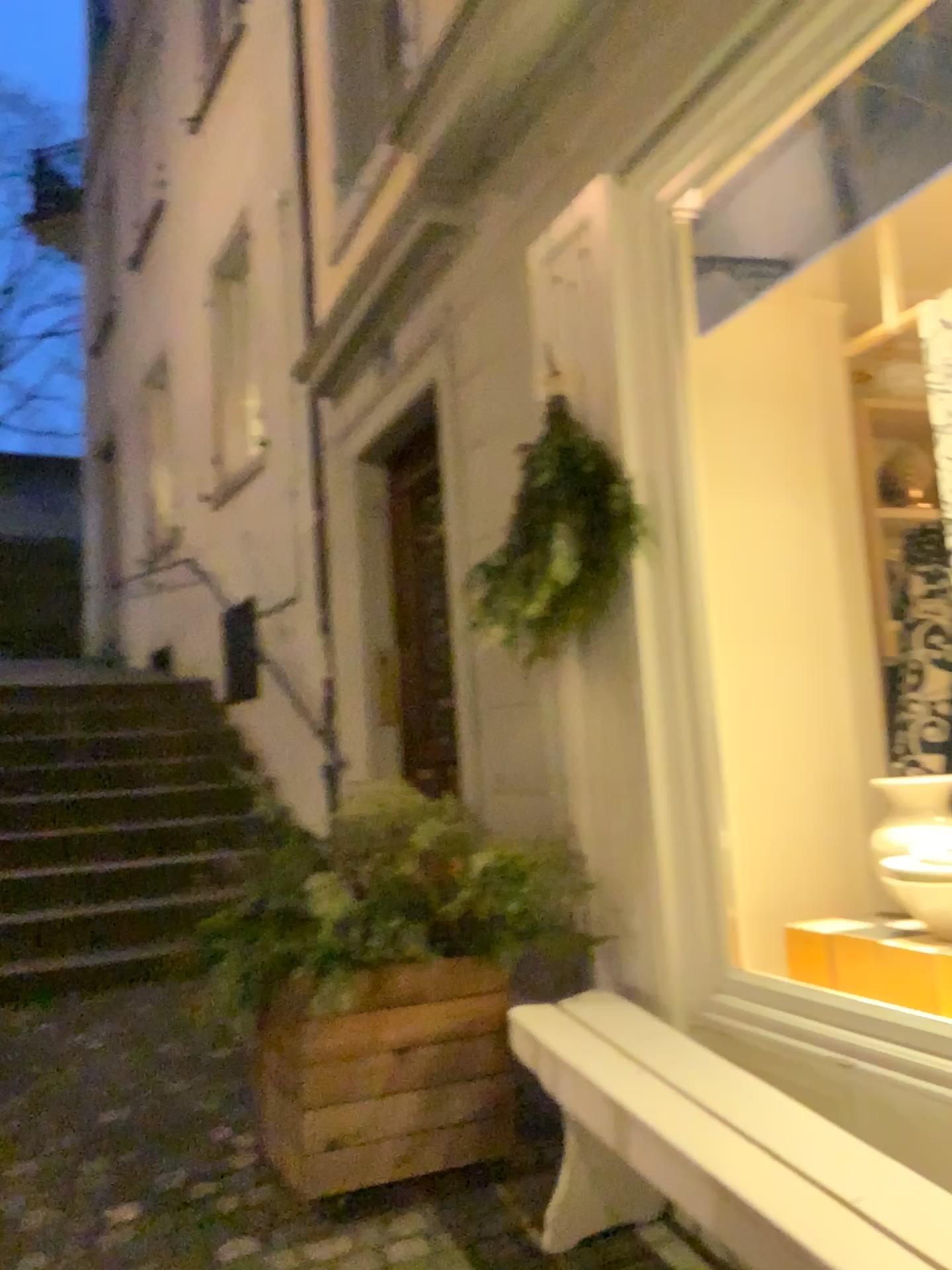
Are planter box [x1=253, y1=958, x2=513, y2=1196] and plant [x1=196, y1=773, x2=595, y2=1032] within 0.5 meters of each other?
yes

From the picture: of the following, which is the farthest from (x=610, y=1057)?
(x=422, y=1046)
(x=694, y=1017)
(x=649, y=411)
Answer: (x=649, y=411)

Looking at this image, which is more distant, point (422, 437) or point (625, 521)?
point (422, 437)

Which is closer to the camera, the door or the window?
the window

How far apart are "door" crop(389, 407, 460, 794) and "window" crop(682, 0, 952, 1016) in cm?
166

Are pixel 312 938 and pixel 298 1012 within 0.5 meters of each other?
yes

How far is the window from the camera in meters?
2.5

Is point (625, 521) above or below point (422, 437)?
below

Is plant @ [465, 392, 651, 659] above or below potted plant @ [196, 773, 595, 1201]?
above

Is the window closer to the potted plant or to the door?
the potted plant
